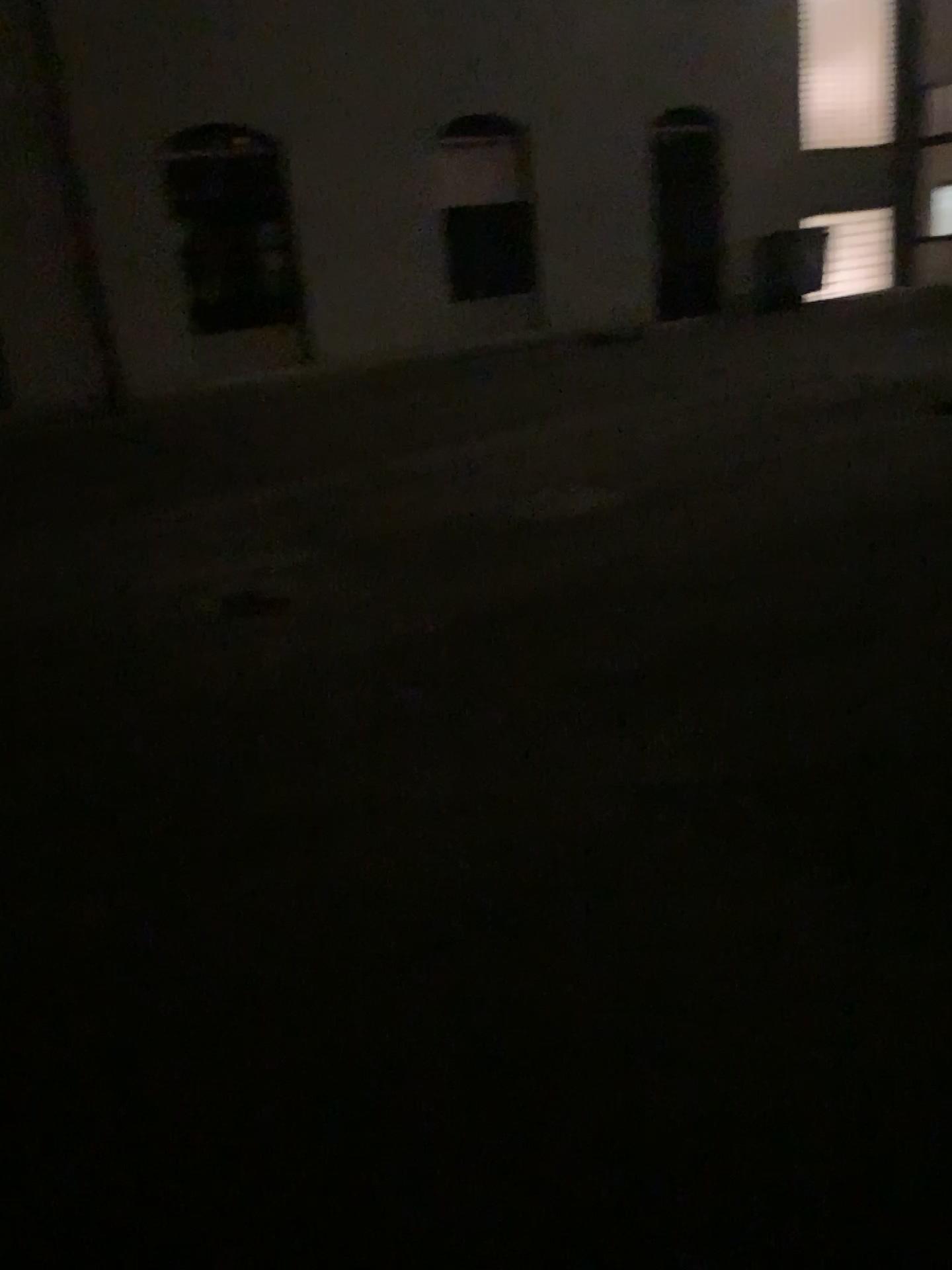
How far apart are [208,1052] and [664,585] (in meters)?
3.31
